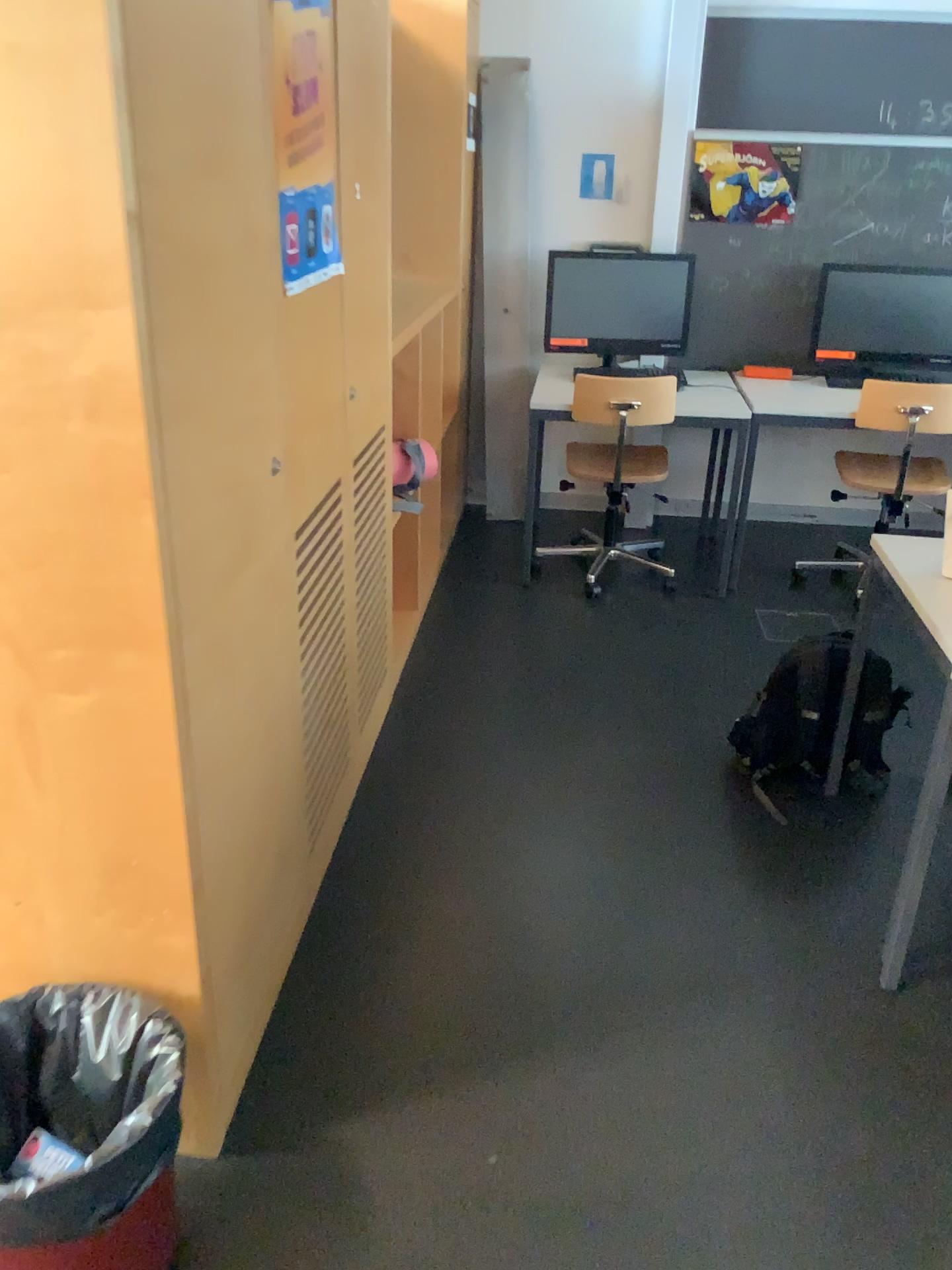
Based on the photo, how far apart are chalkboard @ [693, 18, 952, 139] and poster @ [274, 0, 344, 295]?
2.7m

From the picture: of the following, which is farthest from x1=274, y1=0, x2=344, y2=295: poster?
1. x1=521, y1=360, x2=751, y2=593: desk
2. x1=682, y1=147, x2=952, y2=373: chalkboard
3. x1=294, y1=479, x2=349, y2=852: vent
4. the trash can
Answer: x1=682, y1=147, x2=952, y2=373: chalkboard

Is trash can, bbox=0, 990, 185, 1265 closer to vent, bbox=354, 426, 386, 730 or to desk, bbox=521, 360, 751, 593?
vent, bbox=354, 426, 386, 730

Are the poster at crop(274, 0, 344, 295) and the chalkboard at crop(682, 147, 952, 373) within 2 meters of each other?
no

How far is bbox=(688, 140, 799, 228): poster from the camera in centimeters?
422cm

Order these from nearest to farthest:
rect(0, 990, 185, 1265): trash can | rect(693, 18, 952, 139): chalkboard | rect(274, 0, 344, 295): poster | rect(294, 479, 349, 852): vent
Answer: rect(0, 990, 185, 1265): trash can < rect(274, 0, 344, 295): poster < rect(294, 479, 349, 852): vent < rect(693, 18, 952, 139): chalkboard

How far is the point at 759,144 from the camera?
4.22m

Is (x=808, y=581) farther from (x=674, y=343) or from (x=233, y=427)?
(x=233, y=427)

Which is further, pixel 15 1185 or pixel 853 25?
pixel 853 25

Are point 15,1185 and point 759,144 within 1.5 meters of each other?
no
